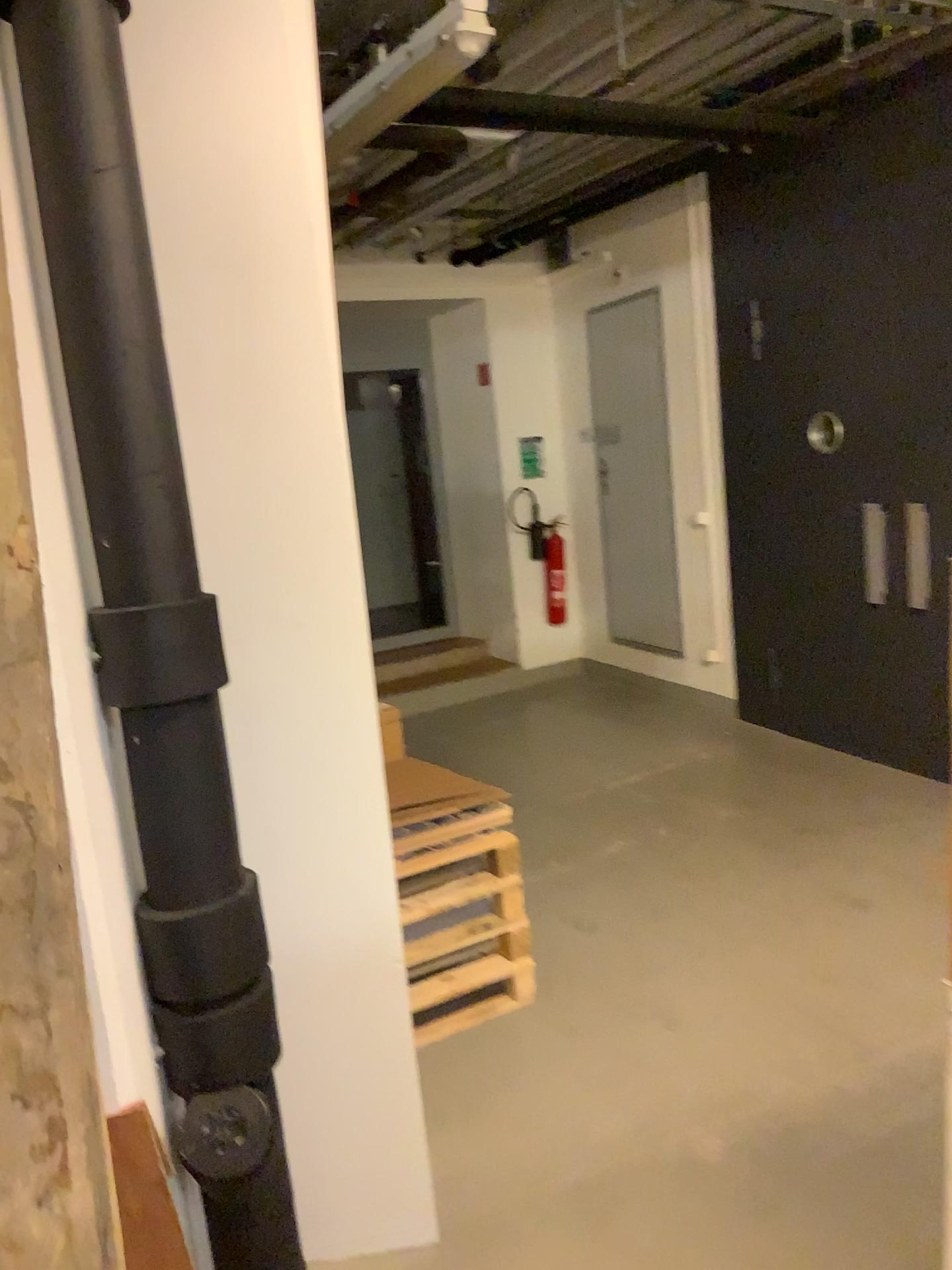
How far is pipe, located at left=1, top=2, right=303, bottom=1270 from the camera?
1.5m

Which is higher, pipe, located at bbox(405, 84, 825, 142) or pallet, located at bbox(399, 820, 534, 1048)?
pipe, located at bbox(405, 84, 825, 142)

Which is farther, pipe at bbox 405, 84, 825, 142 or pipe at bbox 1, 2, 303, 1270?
pipe at bbox 405, 84, 825, 142

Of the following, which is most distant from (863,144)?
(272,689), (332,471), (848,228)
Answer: (272,689)

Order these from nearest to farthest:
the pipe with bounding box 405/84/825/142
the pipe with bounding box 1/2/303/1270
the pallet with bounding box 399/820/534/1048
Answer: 1. the pipe with bounding box 1/2/303/1270
2. the pallet with bounding box 399/820/534/1048
3. the pipe with bounding box 405/84/825/142

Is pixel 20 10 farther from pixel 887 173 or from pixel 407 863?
pixel 887 173

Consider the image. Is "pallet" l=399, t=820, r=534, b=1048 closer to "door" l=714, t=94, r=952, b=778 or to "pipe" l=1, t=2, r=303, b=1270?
"pipe" l=1, t=2, r=303, b=1270

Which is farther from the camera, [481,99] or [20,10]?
[481,99]

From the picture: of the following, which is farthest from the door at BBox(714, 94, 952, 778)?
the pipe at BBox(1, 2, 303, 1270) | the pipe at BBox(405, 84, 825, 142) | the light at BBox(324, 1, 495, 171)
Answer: the pipe at BBox(1, 2, 303, 1270)

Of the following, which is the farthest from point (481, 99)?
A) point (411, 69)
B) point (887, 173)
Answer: point (887, 173)
